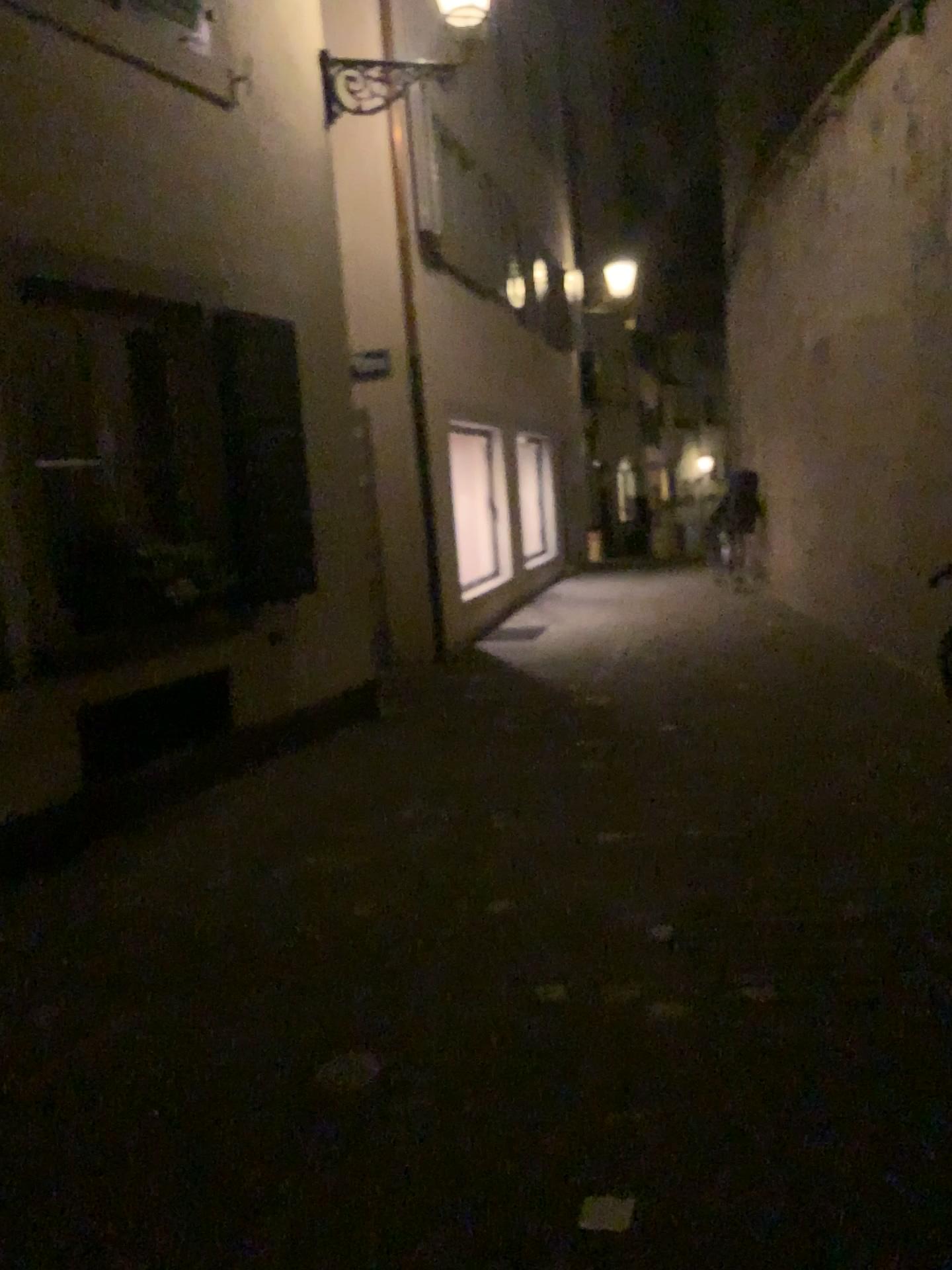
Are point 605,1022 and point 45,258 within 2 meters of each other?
no
